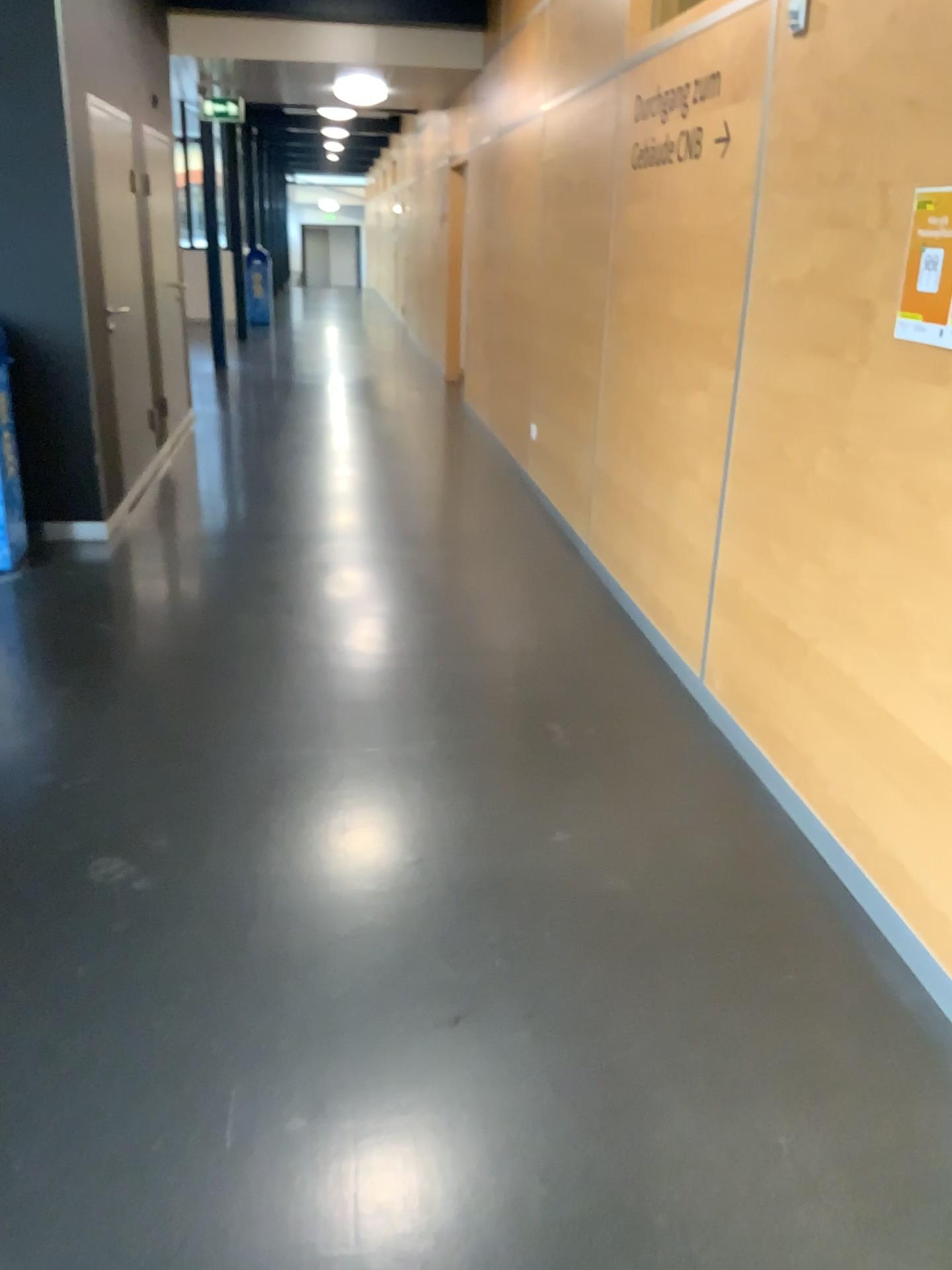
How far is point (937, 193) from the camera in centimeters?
208cm

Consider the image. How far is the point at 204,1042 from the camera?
1.98m

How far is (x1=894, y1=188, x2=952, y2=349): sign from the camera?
2.08m
